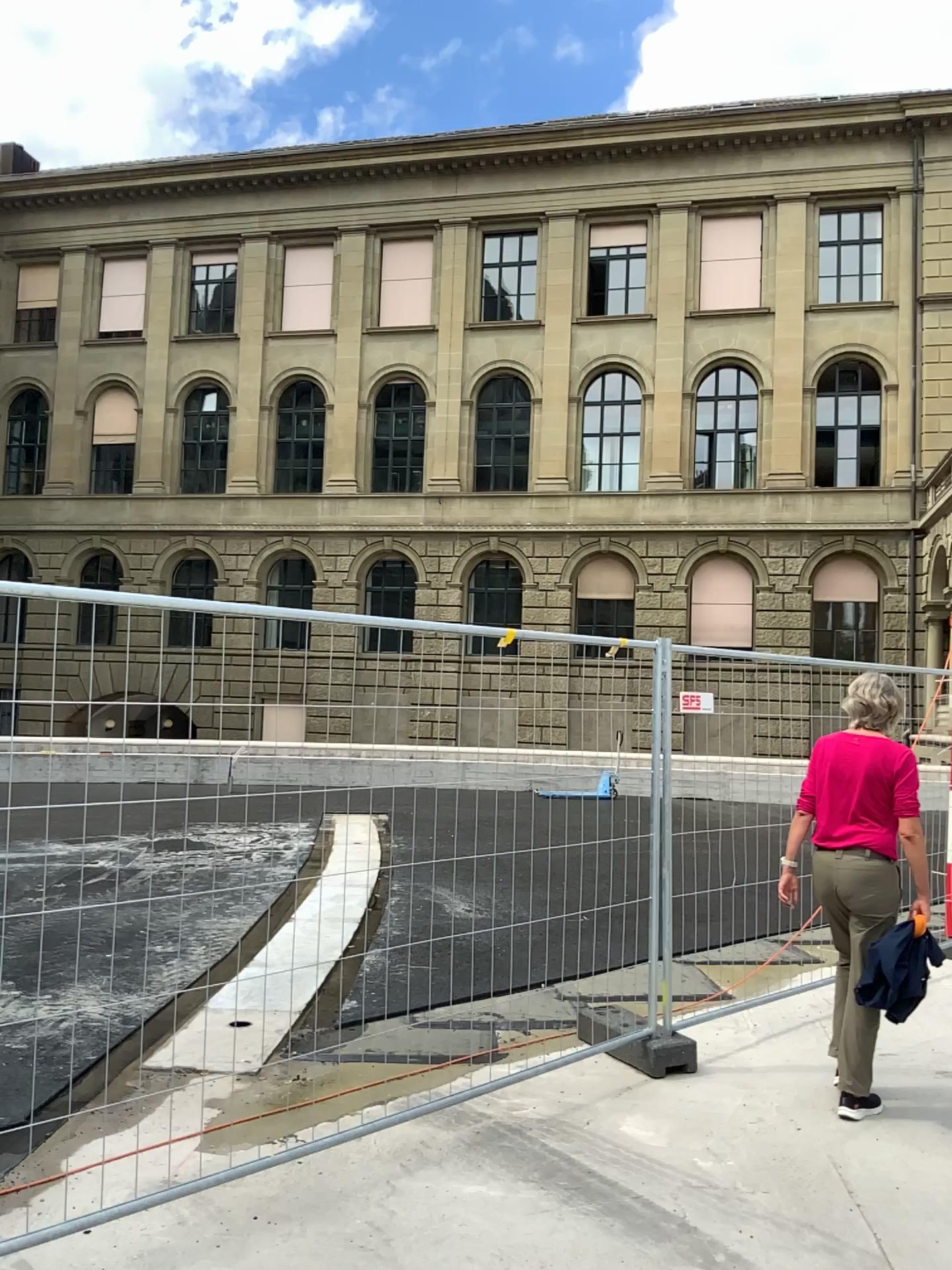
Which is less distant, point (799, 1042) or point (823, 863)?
point (823, 863)
